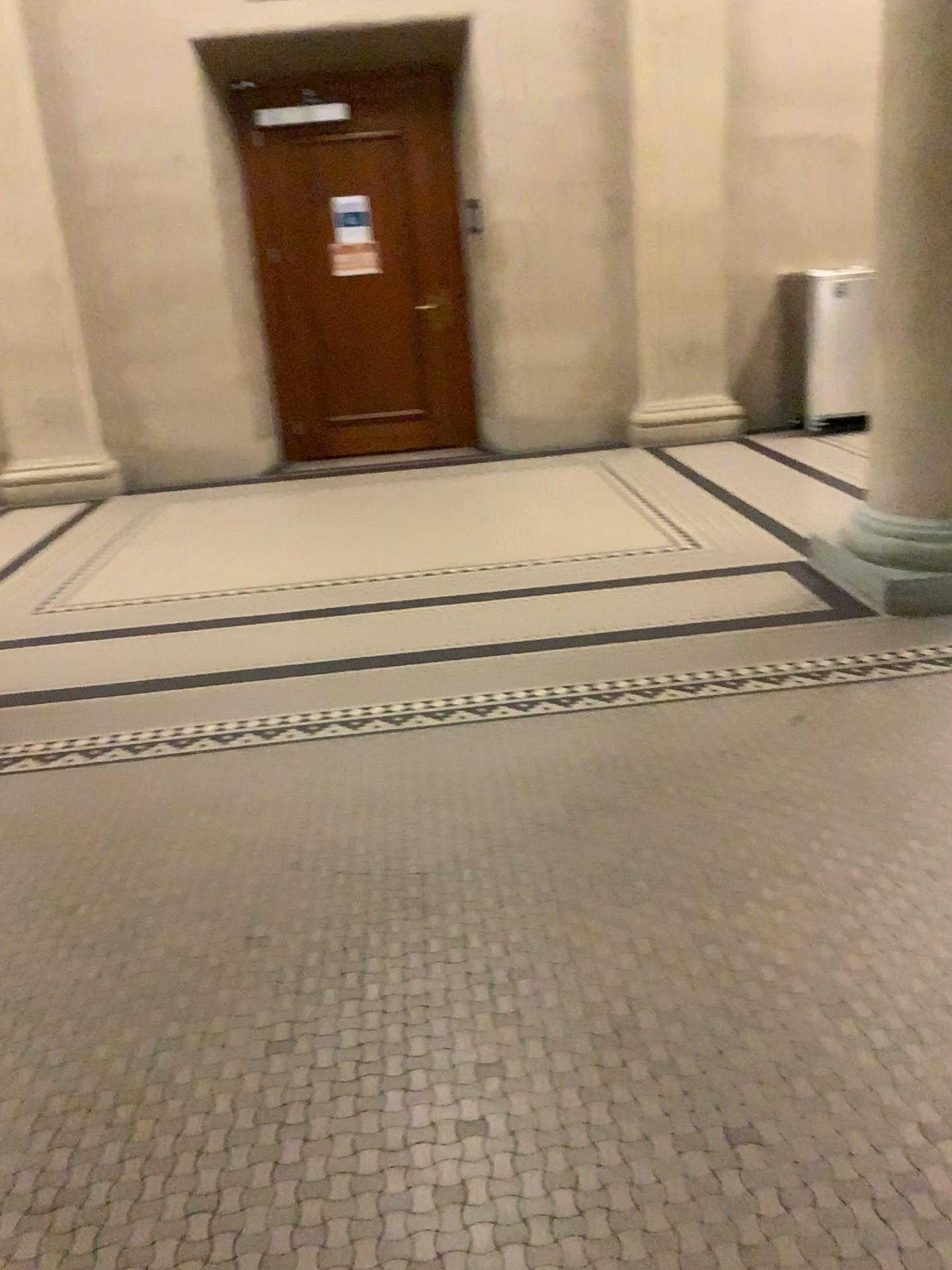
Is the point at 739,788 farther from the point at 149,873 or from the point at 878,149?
the point at 878,149
